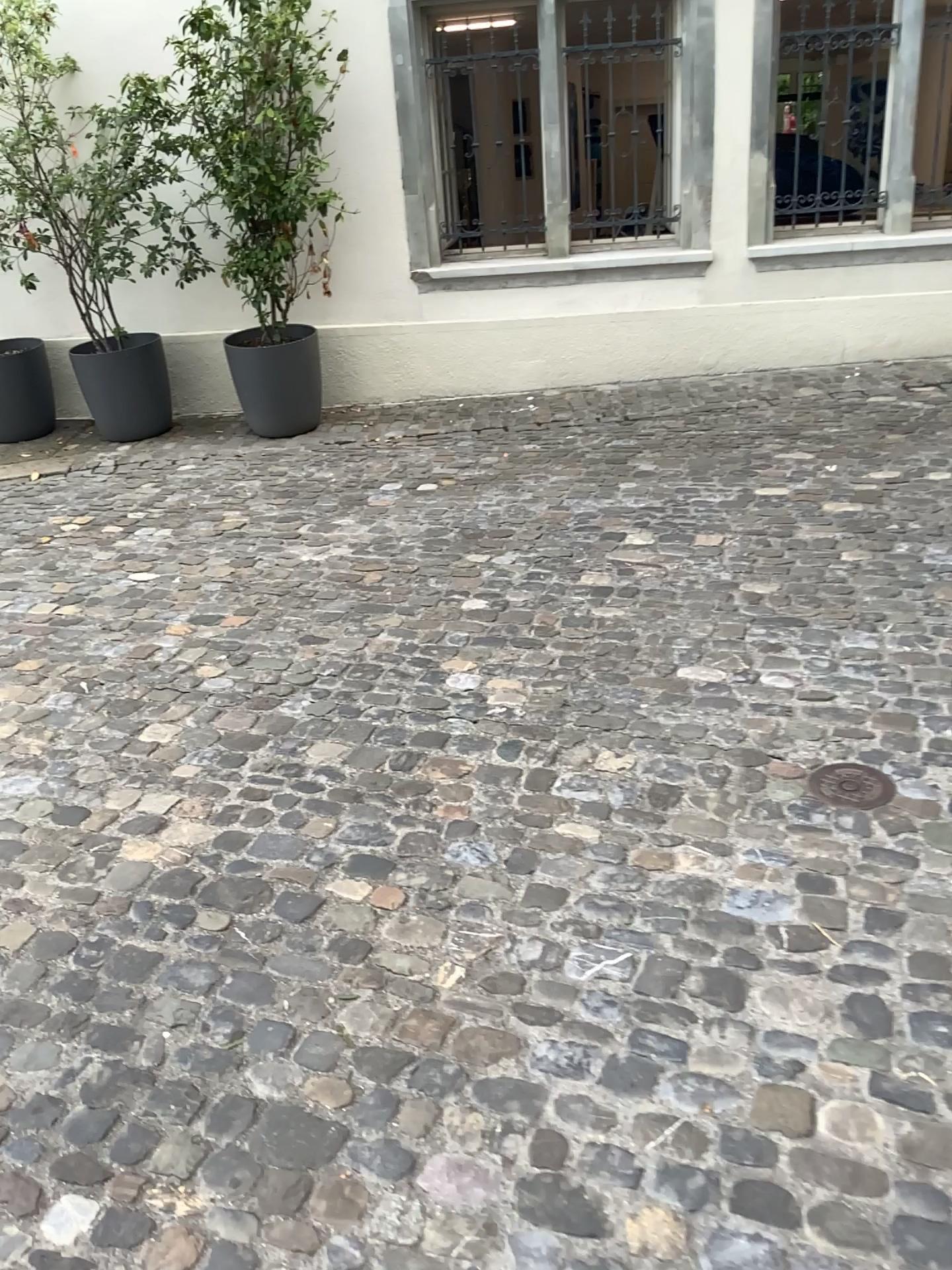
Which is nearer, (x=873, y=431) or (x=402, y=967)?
(x=402, y=967)

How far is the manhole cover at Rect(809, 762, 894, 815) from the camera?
2.41m

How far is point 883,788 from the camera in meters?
2.4 m
